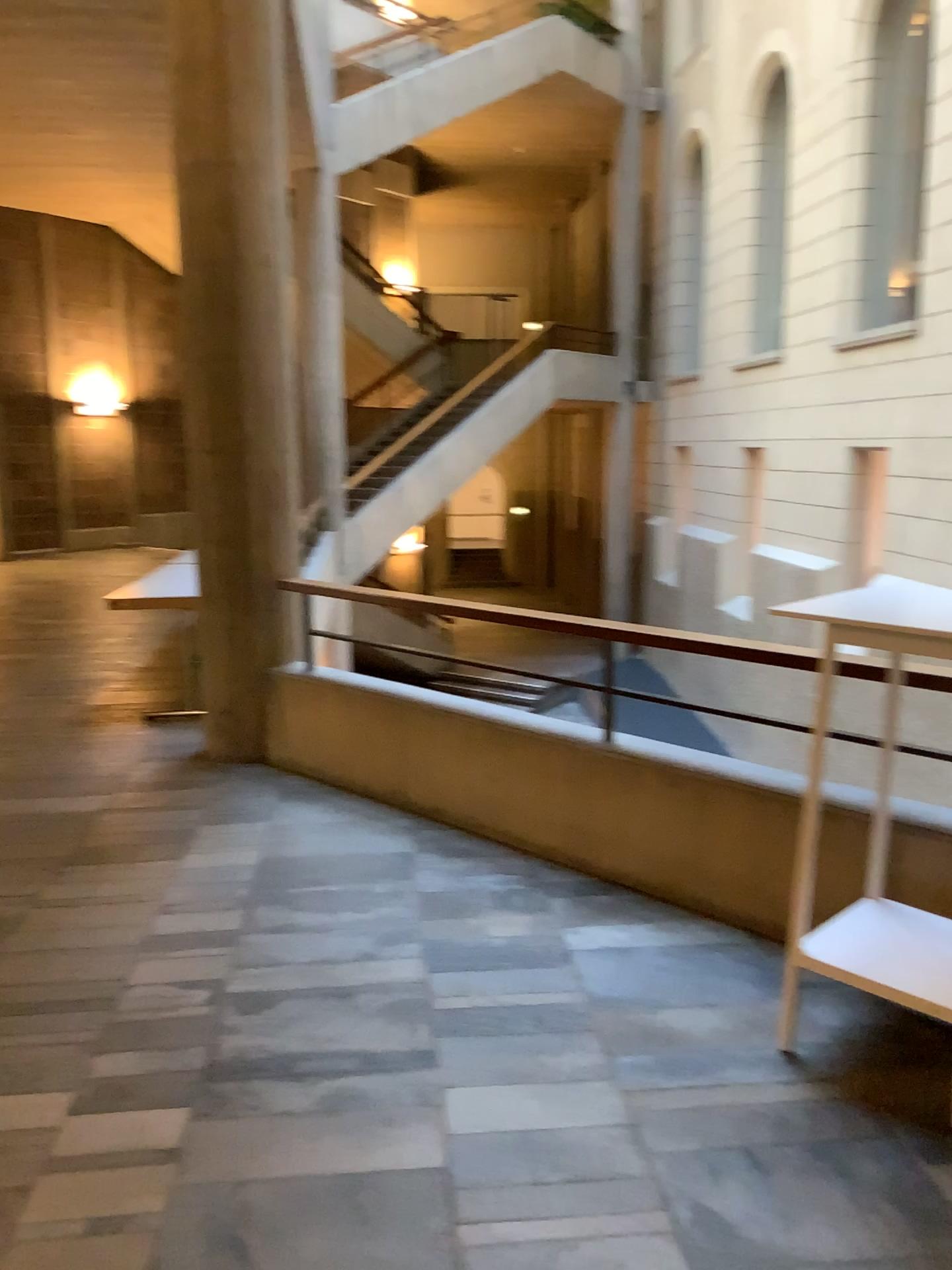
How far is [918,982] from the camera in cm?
255

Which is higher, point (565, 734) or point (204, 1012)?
point (565, 734)

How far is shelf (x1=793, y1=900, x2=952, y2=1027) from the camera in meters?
2.5 m

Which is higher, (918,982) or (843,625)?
(843,625)
